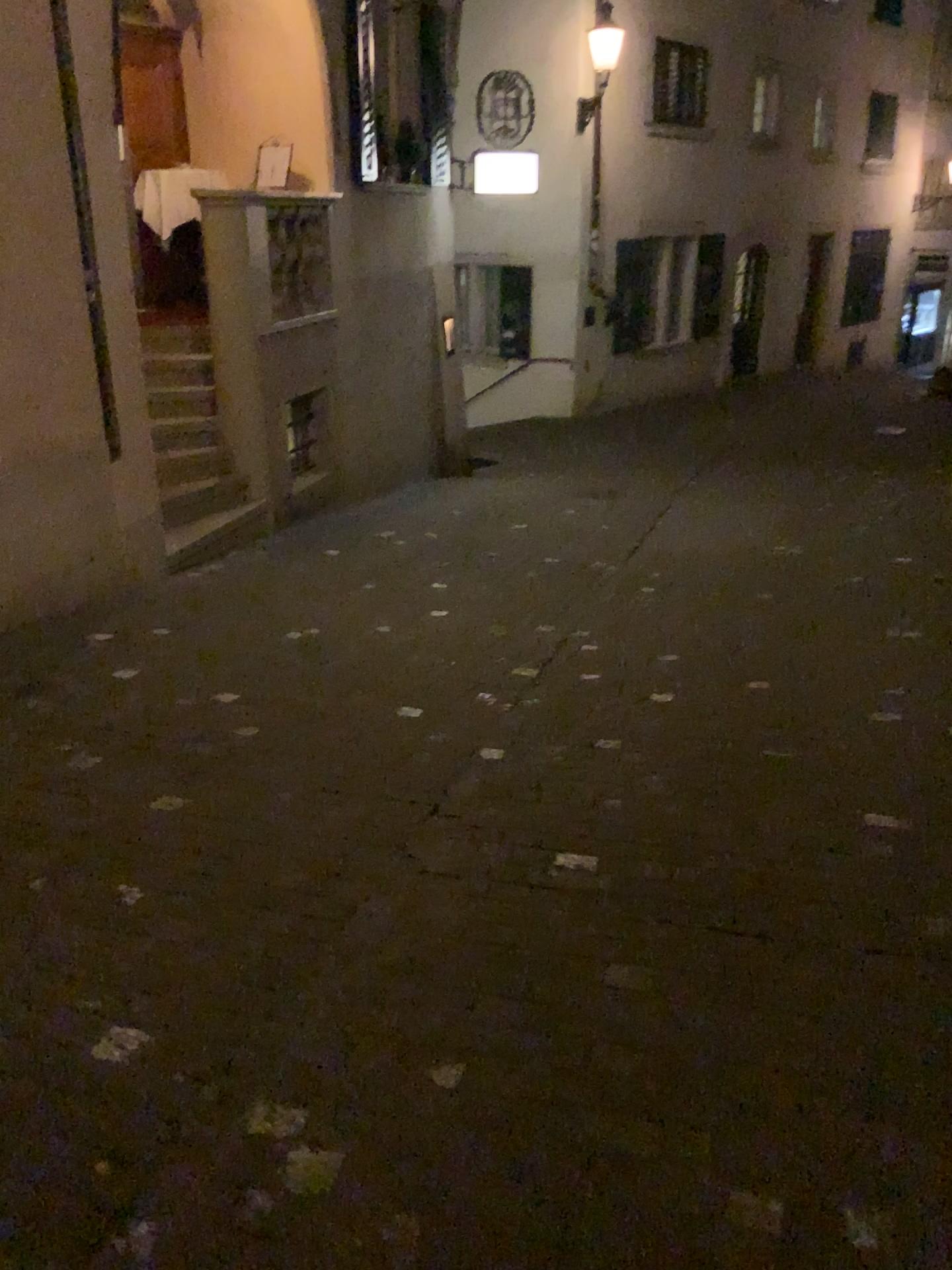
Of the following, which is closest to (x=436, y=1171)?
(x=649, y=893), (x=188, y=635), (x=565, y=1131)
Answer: (x=565, y=1131)
